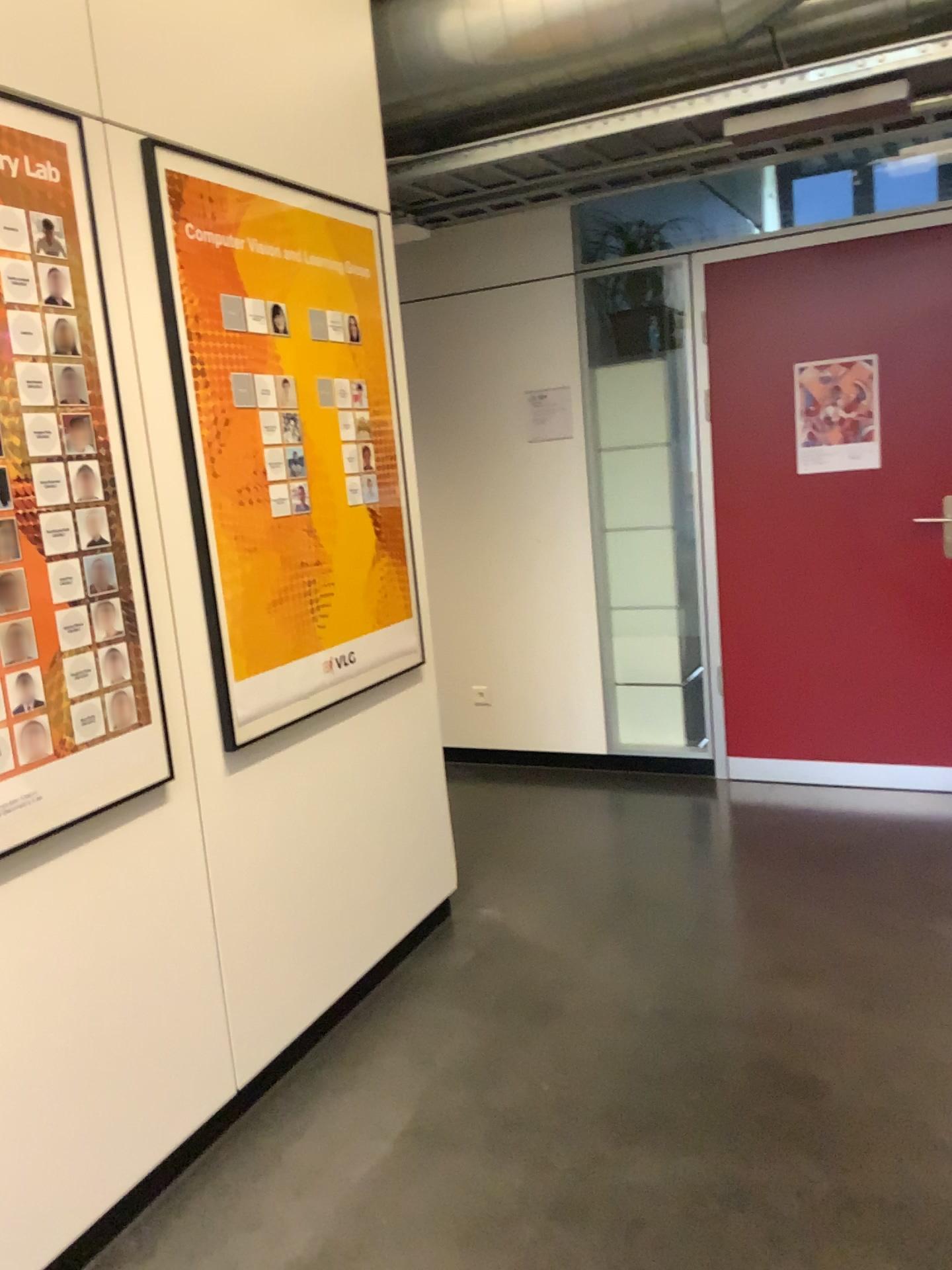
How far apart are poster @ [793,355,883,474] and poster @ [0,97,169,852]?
2.9m

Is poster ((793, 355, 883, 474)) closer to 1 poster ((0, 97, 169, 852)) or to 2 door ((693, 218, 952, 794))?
2 door ((693, 218, 952, 794))

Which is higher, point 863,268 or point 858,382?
point 863,268

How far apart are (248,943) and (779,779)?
2.58m

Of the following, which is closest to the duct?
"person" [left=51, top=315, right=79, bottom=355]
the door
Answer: the door

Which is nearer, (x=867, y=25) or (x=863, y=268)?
(x=867, y=25)

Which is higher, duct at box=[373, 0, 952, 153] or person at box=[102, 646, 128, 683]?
duct at box=[373, 0, 952, 153]

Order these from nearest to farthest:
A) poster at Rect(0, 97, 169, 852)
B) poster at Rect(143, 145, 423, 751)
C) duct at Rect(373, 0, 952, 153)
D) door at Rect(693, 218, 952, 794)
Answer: poster at Rect(0, 97, 169, 852) → poster at Rect(143, 145, 423, 751) → duct at Rect(373, 0, 952, 153) → door at Rect(693, 218, 952, 794)

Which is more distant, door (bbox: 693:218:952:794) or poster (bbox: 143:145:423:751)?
door (bbox: 693:218:952:794)

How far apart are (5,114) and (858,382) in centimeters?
312cm
